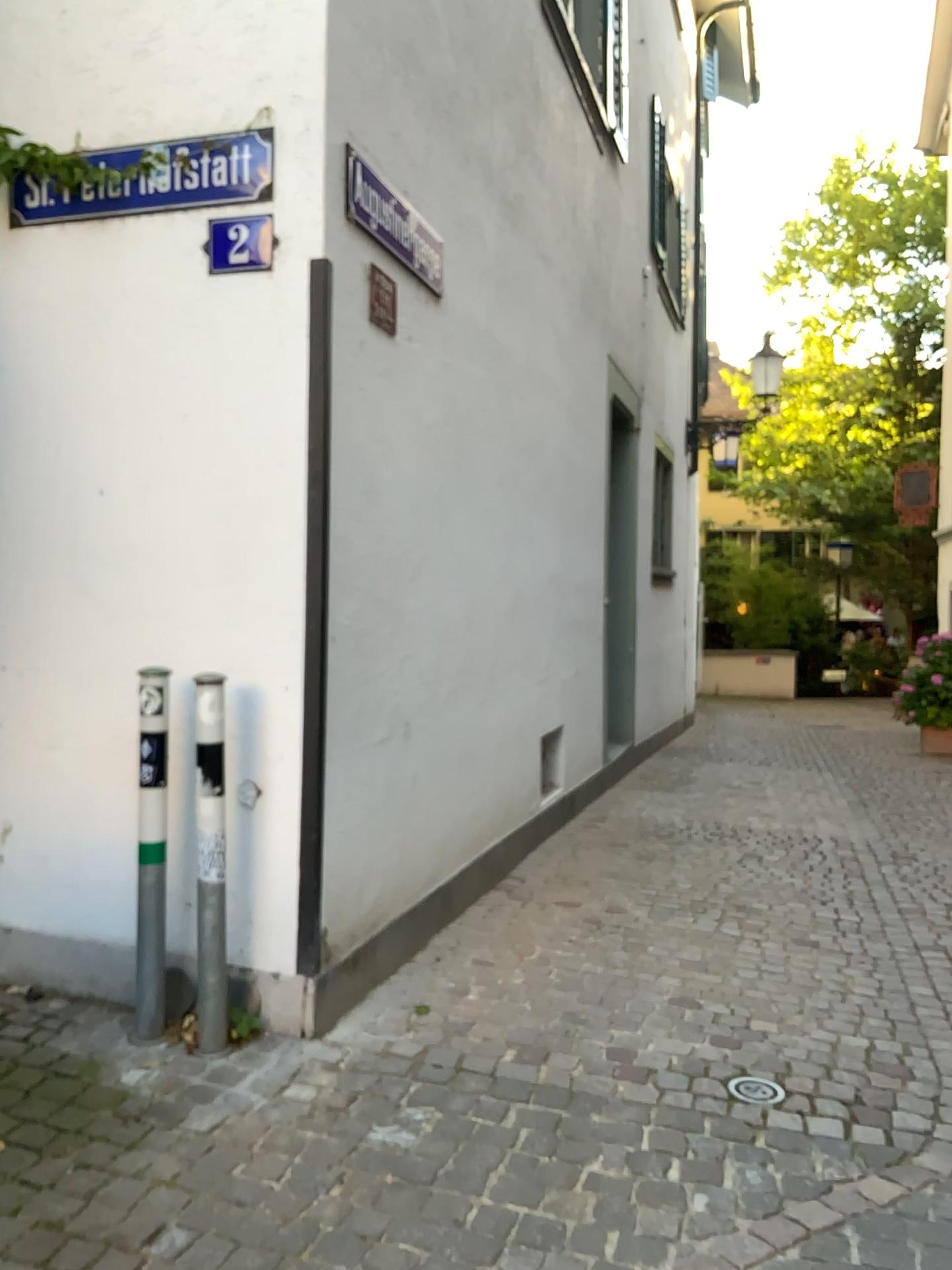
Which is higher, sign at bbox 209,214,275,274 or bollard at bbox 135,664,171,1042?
sign at bbox 209,214,275,274

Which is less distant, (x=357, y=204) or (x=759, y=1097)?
(x=759, y=1097)

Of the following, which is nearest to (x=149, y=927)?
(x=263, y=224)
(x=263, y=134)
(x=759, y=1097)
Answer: (x=759, y=1097)

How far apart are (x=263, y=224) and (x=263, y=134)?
0.3 meters

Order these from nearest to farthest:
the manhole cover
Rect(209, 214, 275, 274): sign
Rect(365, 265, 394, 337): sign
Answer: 1. the manhole cover
2. Rect(209, 214, 275, 274): sign
3. Rect(365, 265, 394, 337): sign

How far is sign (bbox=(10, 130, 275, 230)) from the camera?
3.05m

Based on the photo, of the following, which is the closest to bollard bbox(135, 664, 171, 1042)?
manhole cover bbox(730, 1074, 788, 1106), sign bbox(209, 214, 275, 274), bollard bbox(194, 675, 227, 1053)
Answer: bollard bbox(194, 675, 227, 1053)

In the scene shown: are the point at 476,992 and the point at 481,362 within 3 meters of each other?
yes

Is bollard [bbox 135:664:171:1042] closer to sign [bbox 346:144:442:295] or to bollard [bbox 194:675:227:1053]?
bollard [bbox 194:675:227:1053]

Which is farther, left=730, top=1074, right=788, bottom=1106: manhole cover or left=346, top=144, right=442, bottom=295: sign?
left=346, top=144, right=442, bottom=295: sign
